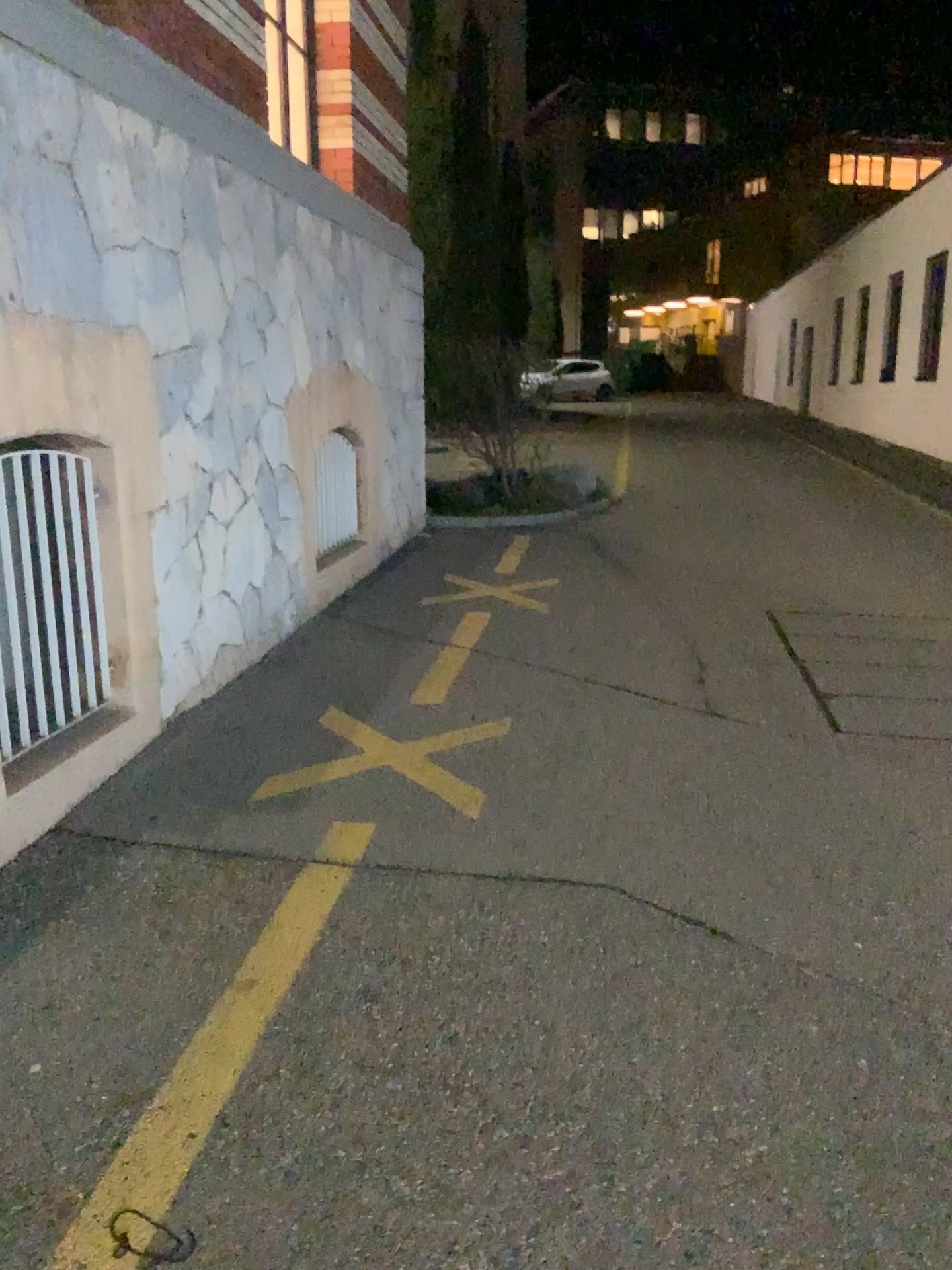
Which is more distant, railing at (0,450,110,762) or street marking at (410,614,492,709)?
street marking at (410,614,492,709)

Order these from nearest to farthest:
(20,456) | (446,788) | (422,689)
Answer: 1. (20,456)
2. (446,788)
3. (422,689)

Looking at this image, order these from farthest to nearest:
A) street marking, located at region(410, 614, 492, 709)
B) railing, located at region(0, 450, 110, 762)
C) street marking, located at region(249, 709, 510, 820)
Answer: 1. street marking, located at region(410, 614, 492, 709)
2. street marking, located at region(249, 709, 510, 820)
3. railing, located at region(0, 450, 110, 762)

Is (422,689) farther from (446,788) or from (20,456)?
(20,456)

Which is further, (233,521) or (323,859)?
(233,521)

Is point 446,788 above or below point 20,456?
below

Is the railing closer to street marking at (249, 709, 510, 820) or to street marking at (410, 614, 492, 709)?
street marking at (249, 709, 510, 820)

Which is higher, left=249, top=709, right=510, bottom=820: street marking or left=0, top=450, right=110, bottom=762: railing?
left=0, top=450, right=110, bottom=762: railing

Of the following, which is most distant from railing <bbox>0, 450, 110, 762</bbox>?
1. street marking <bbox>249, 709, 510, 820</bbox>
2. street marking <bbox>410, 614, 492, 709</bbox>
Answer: street marking <bbox>410, 614, 492, 709</bbox>
